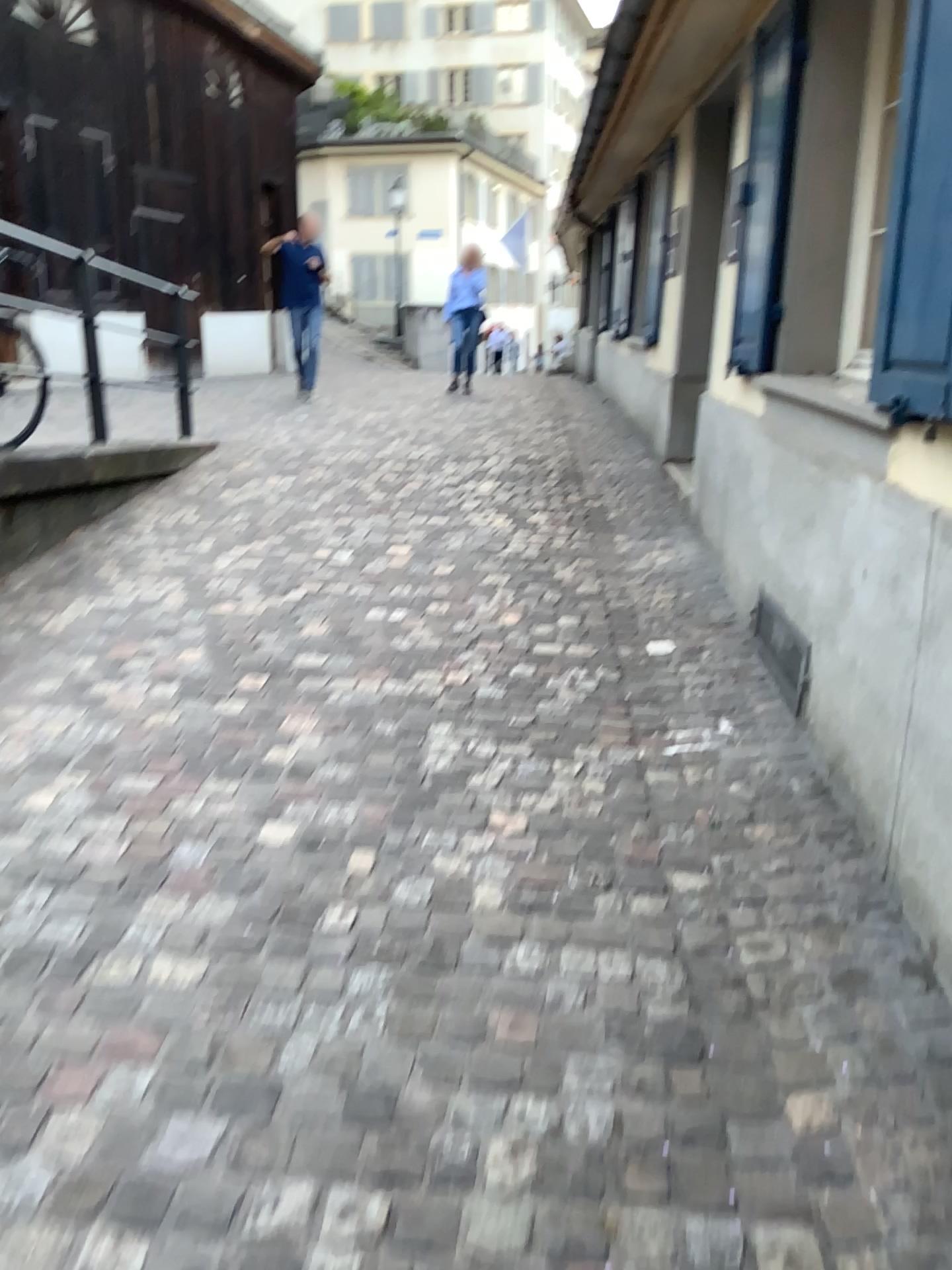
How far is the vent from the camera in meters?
3.2

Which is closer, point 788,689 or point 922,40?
point 922,40

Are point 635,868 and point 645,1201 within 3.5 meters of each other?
yes

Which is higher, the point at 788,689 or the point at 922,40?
the point at 922,40

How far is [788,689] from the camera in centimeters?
324cm

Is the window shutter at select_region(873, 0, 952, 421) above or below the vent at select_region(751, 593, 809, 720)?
above

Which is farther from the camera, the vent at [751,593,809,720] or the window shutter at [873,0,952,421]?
the vent at [751,593,809,720]
